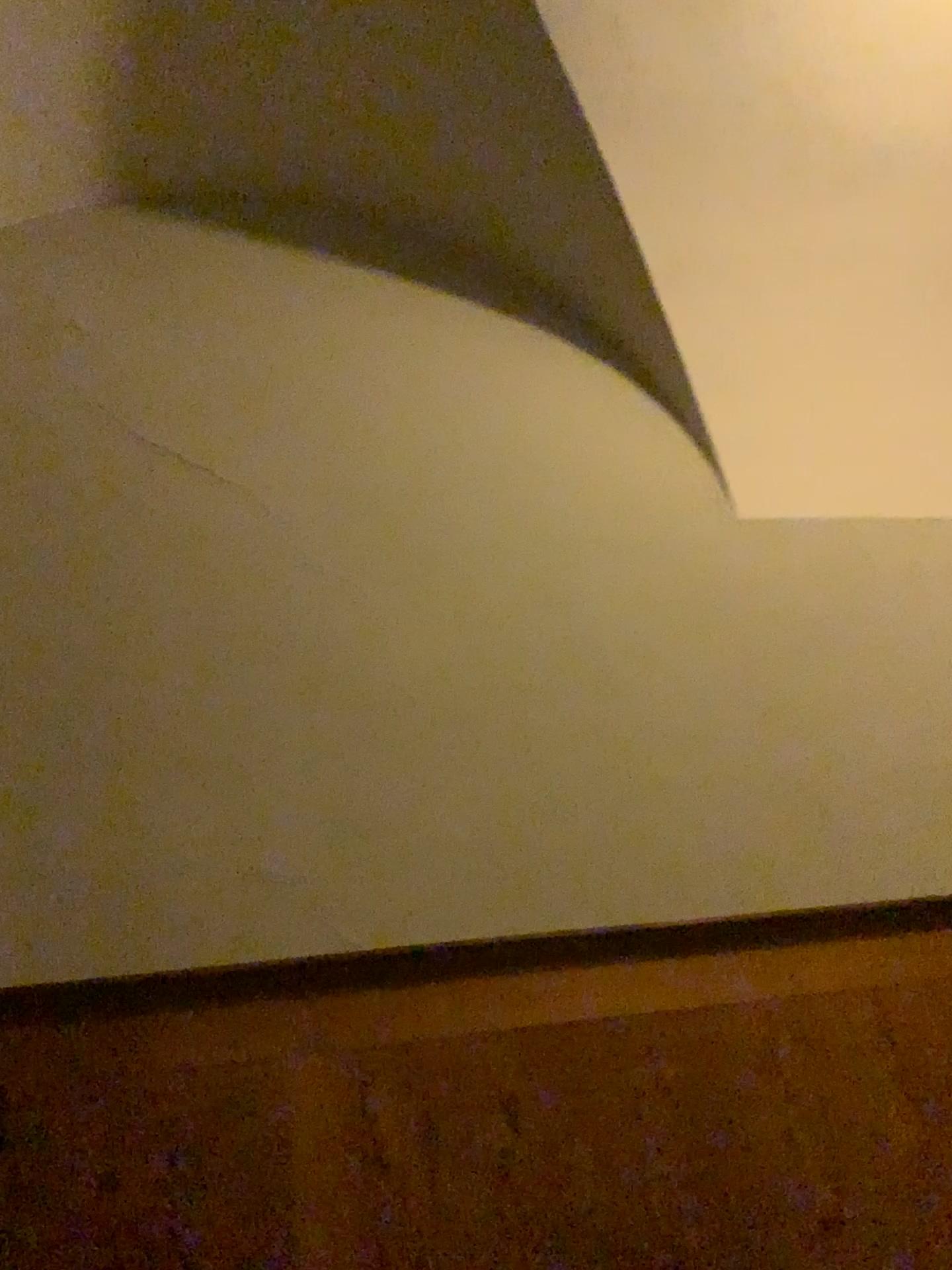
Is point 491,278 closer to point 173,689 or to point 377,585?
point 377,585
